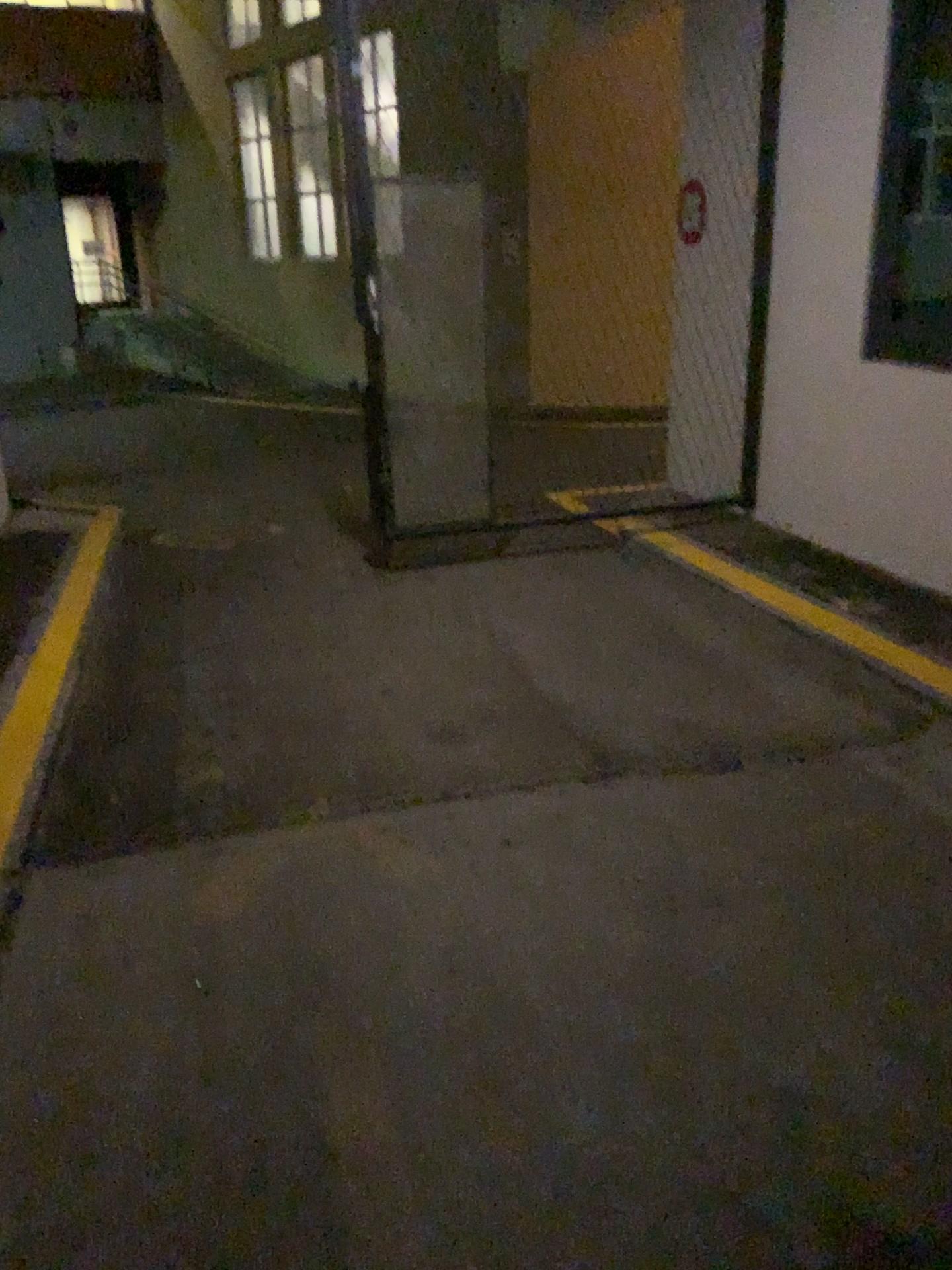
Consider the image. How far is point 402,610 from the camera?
4.9m
